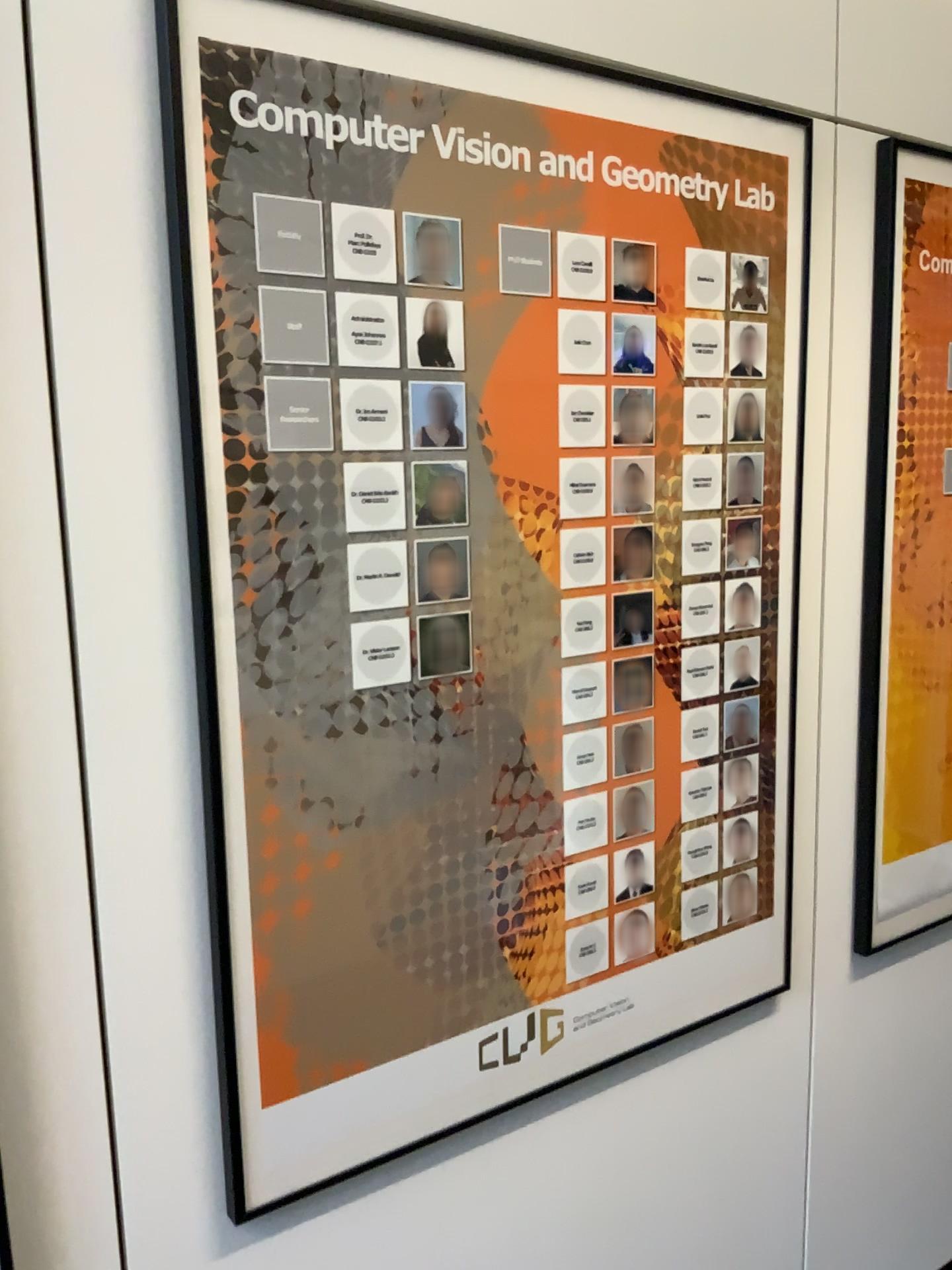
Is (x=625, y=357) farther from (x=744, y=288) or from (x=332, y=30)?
(x=332, y=30)

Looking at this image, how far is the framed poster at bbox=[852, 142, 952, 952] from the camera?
1.64m

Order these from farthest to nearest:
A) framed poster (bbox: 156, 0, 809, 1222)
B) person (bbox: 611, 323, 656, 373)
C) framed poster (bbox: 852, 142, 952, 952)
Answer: framed poster (bbox: 852, 142, 952, 952) → person (bbox: 611, 323, 656, 373) → framed poster (bbox: 156, 0, 809, 1222)

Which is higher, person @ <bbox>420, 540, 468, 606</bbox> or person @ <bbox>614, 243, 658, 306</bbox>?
person @ <bbox>614, 243, 658, 306</bbox>

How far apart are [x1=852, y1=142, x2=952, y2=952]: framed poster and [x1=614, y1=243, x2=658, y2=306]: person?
0.5m

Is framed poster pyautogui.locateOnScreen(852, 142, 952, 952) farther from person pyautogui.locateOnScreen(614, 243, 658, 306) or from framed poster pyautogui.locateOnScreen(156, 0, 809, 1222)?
person pyautogui.locateOnScreen(614, 243, 658, 306)

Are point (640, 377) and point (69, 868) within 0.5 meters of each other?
no

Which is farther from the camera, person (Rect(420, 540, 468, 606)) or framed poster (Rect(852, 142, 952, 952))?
framed poster (Rect(852, 142, 952, 952))

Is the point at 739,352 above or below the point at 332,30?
below

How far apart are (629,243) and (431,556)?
0.48m
